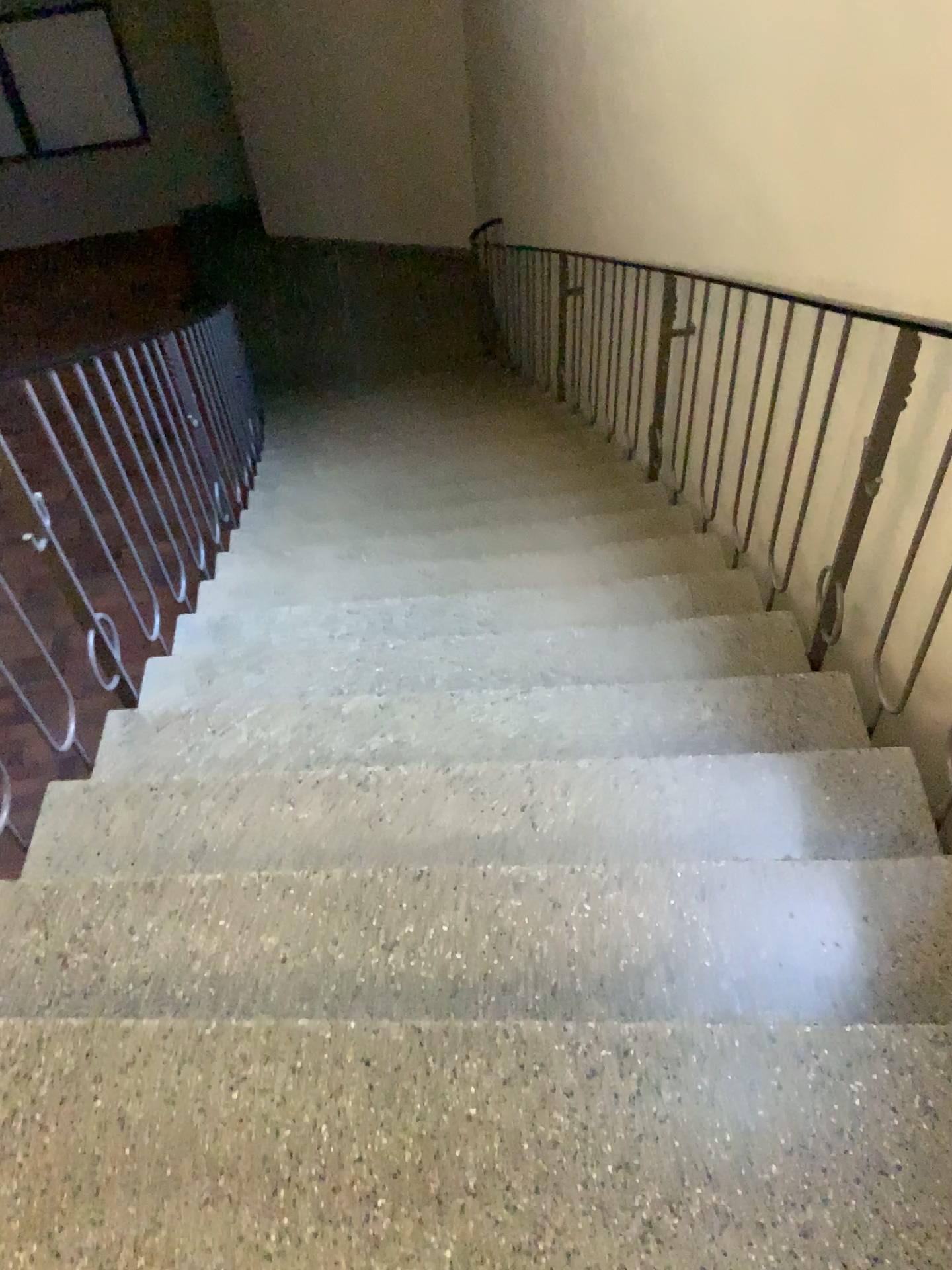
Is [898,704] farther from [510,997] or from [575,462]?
[575,462]
